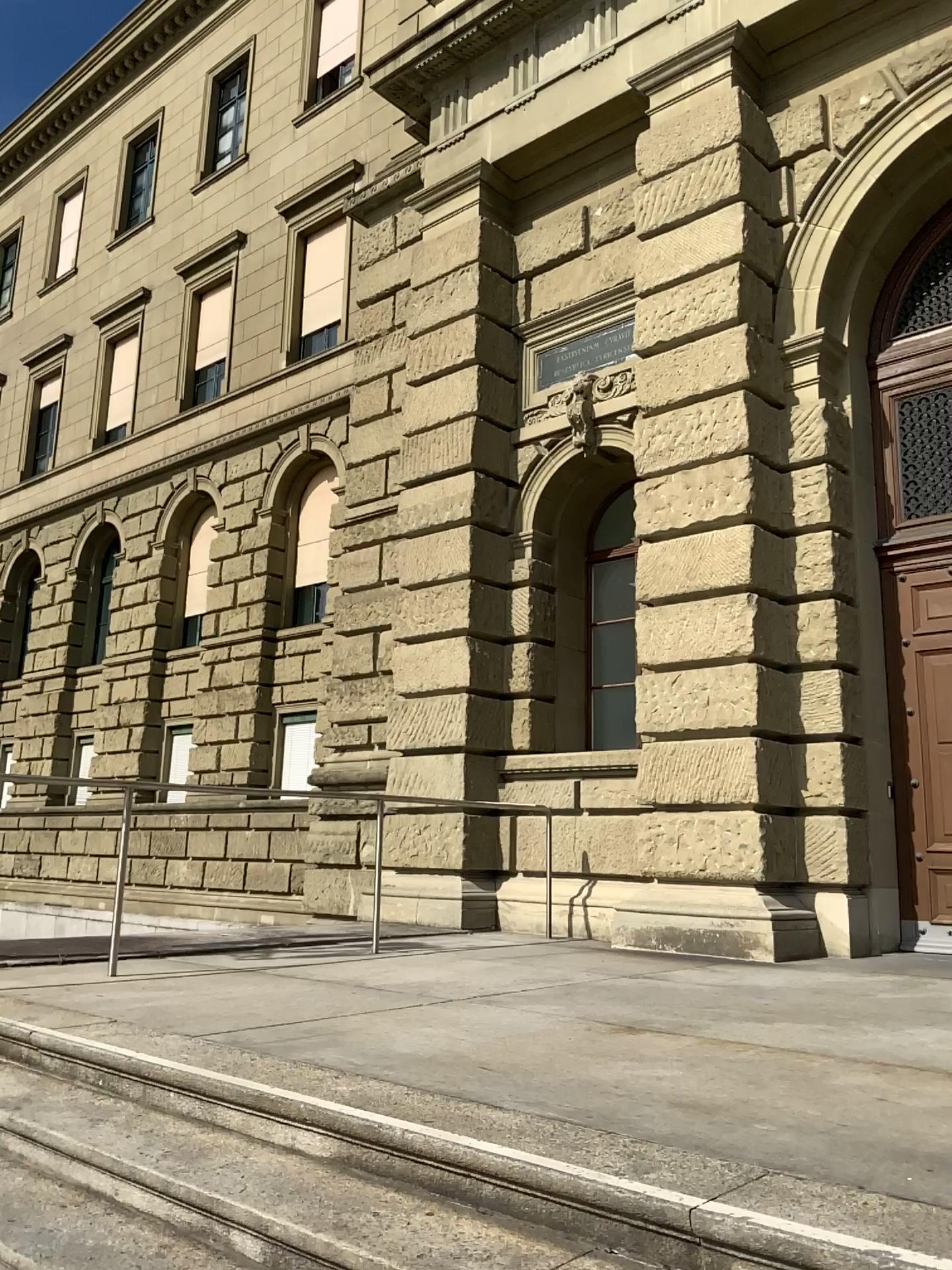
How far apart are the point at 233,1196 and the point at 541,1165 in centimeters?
80cm
